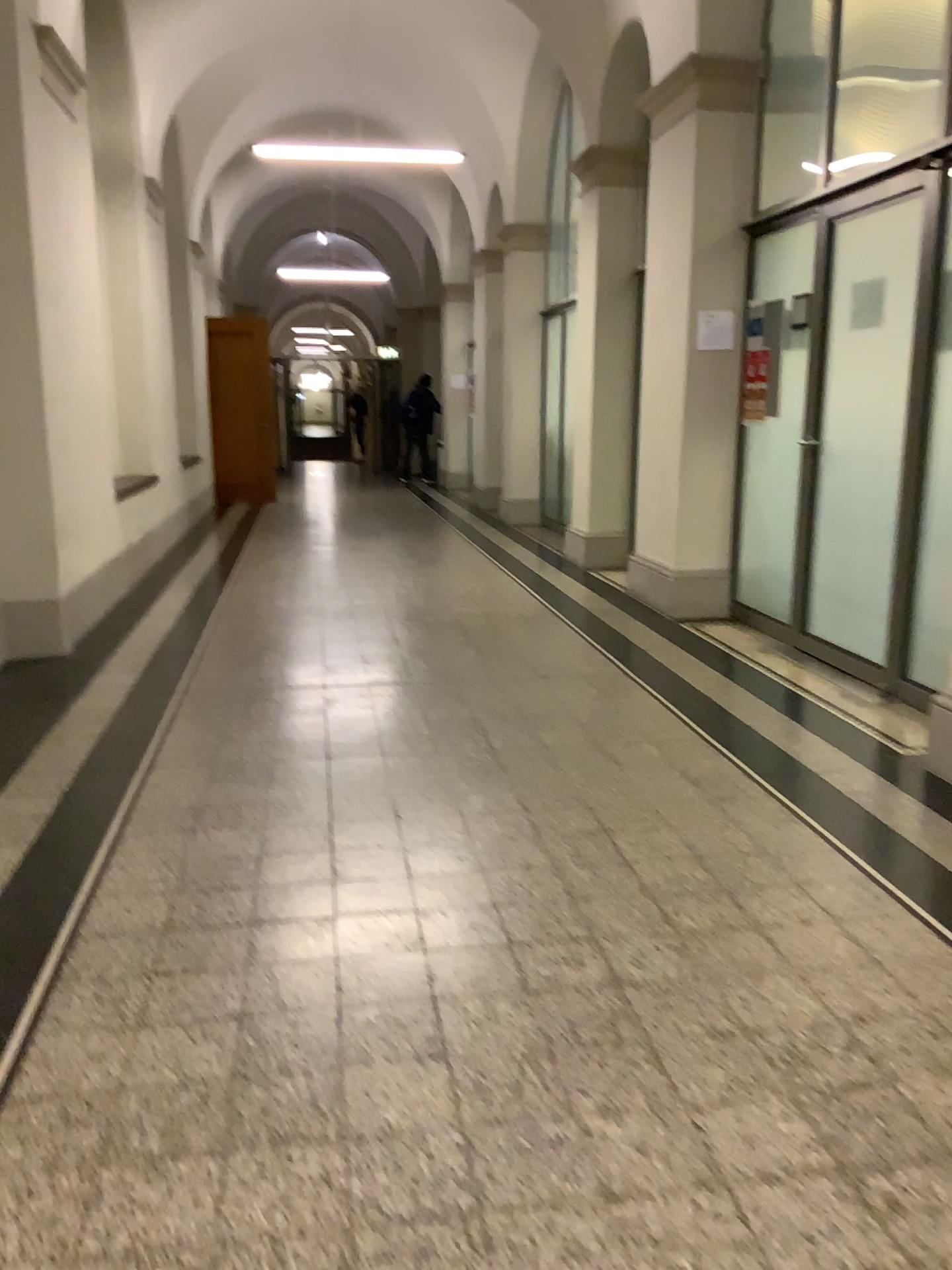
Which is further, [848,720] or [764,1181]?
[848,720]
